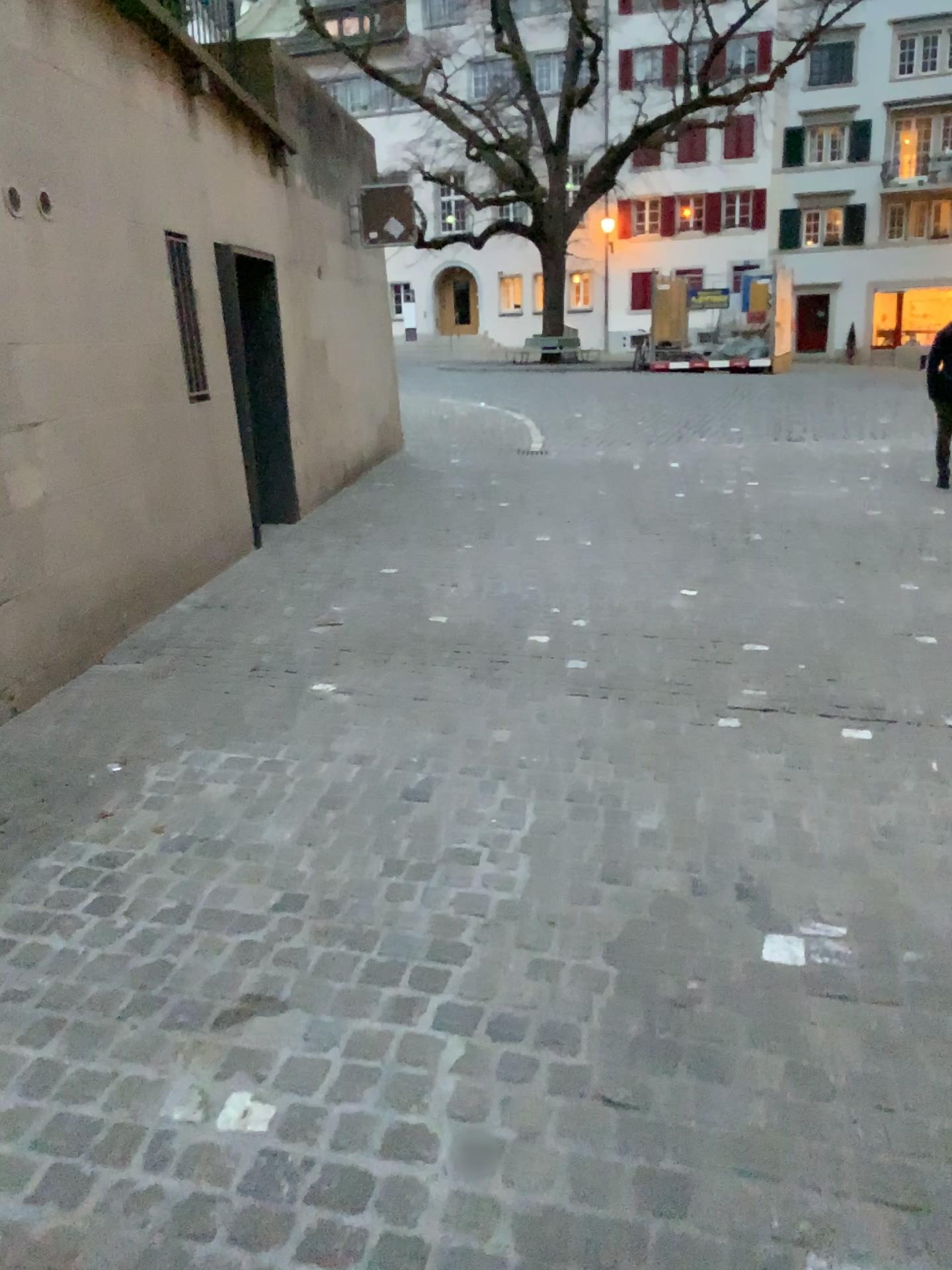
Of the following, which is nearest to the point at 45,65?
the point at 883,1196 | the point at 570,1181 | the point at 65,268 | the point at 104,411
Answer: the point at 65,268
